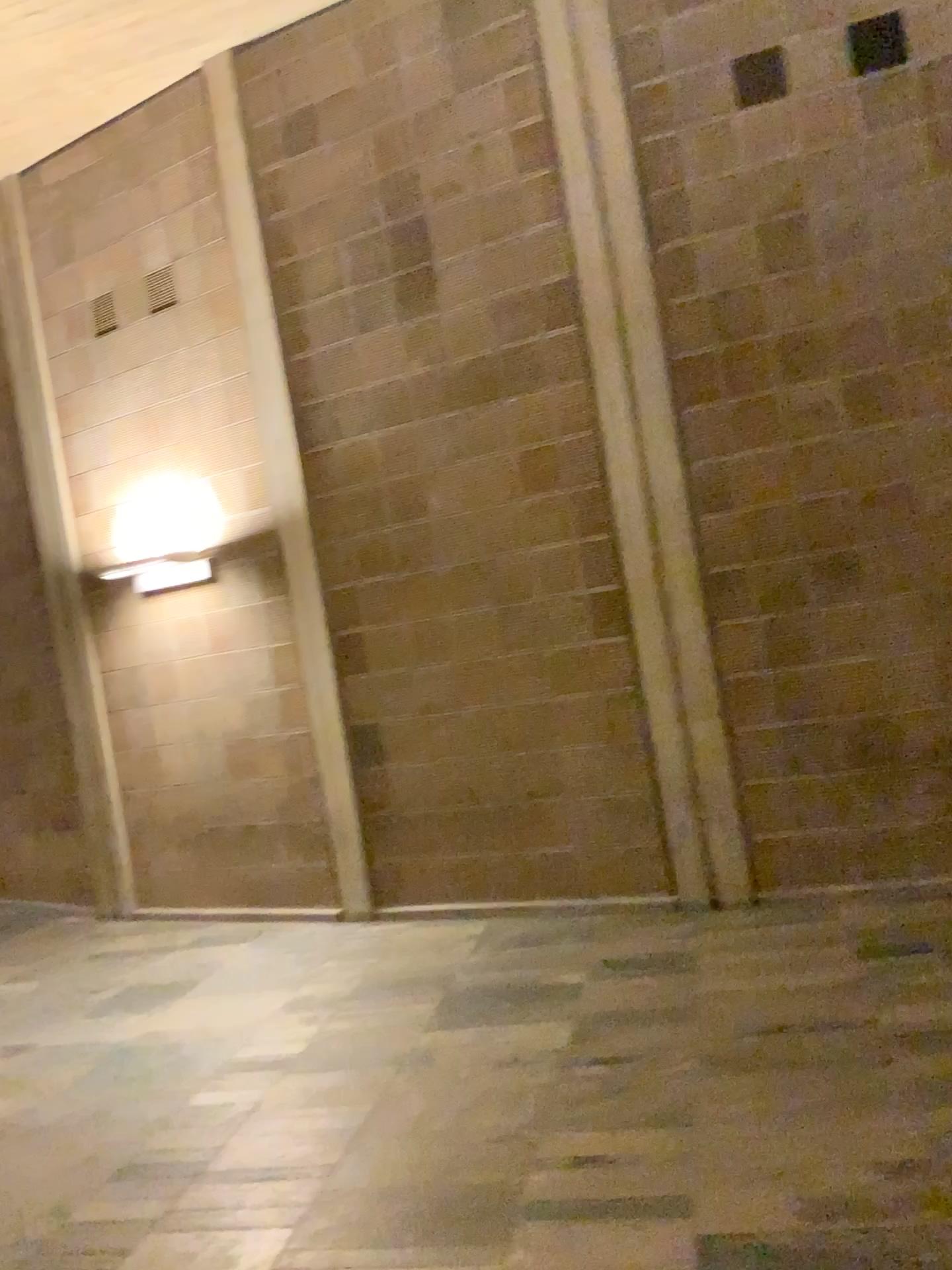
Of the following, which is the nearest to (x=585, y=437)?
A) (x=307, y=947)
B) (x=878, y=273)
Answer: (x=878, y=273)
